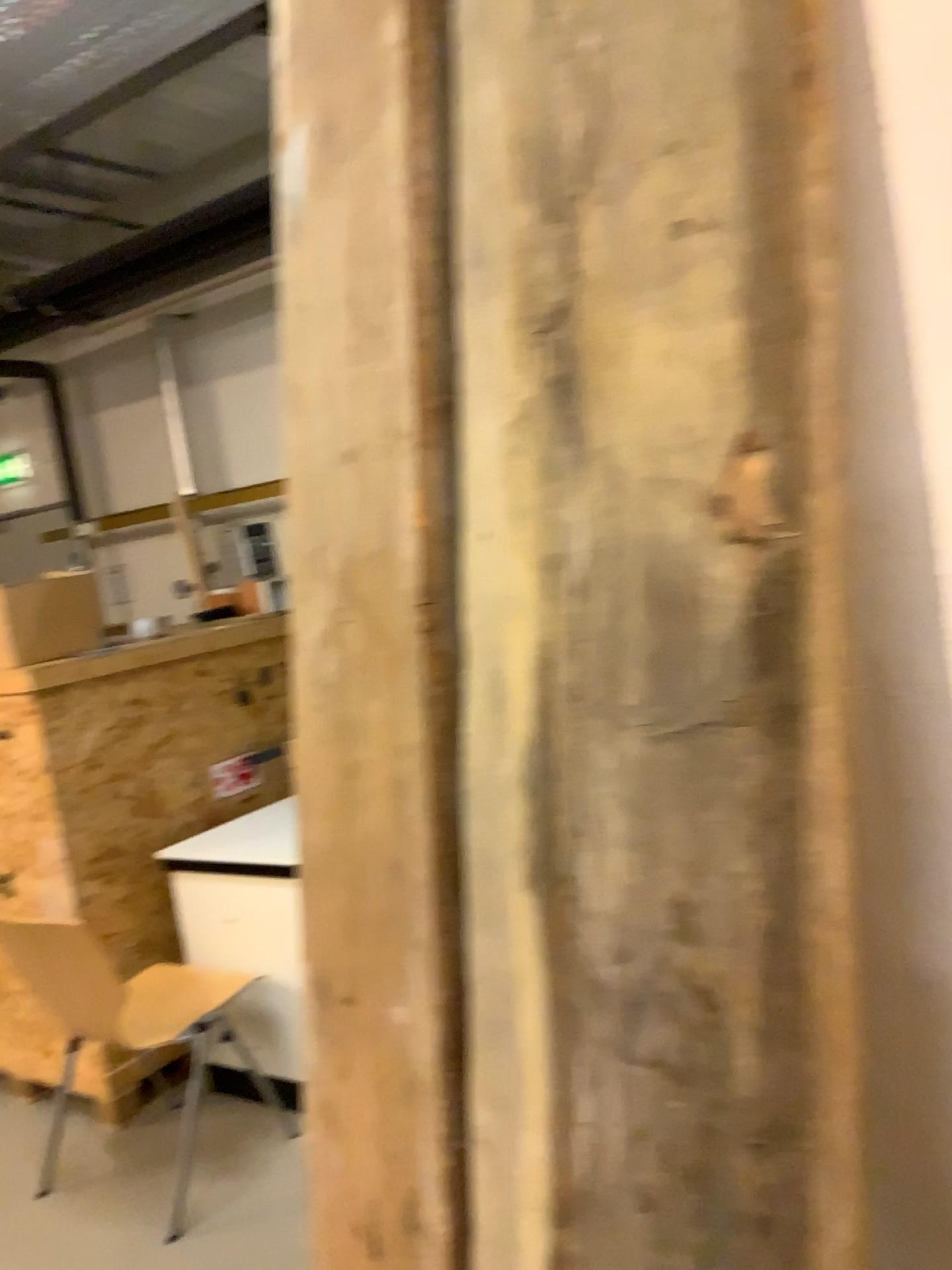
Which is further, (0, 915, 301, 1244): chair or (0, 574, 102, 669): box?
(0, 574, 102, 669): box

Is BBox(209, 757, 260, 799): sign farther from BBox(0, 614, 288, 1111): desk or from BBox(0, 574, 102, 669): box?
BBox(0, 574, 102, 669): box

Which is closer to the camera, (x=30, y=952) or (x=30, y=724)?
(x=30, y=952)

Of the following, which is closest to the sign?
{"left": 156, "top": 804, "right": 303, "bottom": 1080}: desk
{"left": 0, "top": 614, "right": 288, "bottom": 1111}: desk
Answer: {"left": 0, "top": 614, "right": 288, "bottom": 1111}: desk

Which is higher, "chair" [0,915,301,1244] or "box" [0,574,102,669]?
"box" [0,574,102,669]

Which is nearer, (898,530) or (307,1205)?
(898,530)

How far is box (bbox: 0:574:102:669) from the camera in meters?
3.2

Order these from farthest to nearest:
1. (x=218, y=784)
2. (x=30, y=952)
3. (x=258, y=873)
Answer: (x=218, y=784), (x=258, y=873), (x=30, y=952)

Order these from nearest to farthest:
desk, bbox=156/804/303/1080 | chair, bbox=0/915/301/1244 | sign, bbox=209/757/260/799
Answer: chair, bbox=0/915/301/1244 < desk, bbox=156/804/303/1080 < sign, bbox=209/757/260/799

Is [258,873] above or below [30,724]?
below
